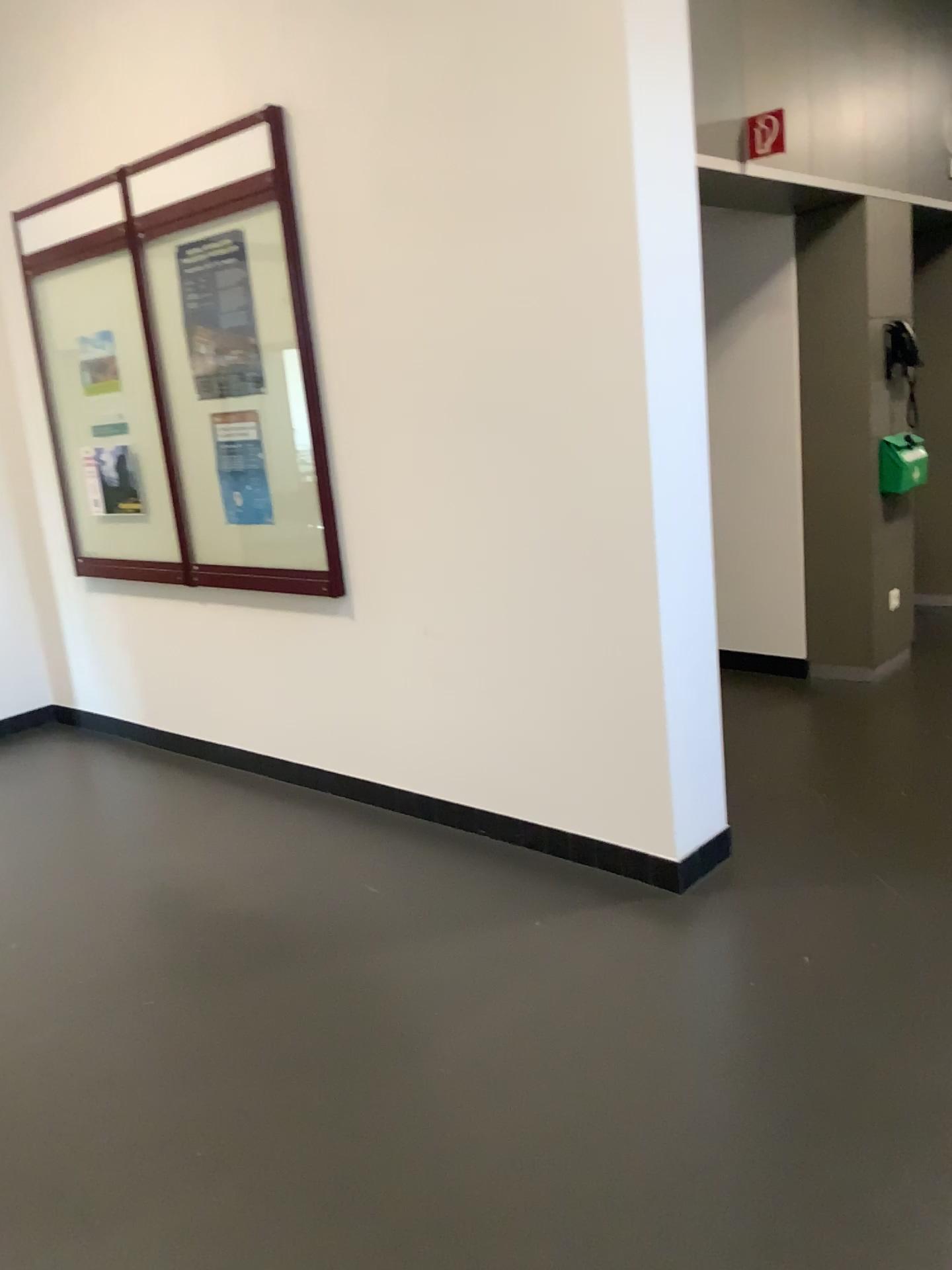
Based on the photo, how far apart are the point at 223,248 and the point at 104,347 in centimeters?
93cm

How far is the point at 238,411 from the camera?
3.9 meters

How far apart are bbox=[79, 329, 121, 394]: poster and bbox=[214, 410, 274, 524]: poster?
0.7m

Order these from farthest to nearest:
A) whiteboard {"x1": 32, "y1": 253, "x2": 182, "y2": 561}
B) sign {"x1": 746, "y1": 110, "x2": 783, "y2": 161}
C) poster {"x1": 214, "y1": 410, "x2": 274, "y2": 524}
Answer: whiteboard {"x1": 32, "y1": 253, "x2": 182, "y2": 561} < poster {"x1": 214, "y1": 410, "x2": 274, "y2": 524} < sign {"x1": 746, "y1": 110, "x2": 783, "y2": 161}

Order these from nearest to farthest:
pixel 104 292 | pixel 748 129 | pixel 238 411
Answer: pixel 748 129 → pixel 238 411 → pixel 104 292

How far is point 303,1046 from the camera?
2.45m

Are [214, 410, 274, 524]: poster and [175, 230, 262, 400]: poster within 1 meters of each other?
yes

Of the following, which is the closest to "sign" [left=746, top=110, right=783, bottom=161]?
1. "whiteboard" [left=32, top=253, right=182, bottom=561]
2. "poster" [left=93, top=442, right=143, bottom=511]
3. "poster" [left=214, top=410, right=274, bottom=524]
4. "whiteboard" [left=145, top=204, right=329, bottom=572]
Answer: "whiteboard" [left=145, top=204, right=329, bottom=572]

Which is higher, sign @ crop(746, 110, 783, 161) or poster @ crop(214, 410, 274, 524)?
sign @ crop(746, 110, 783, 161)

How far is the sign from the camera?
3.6m
